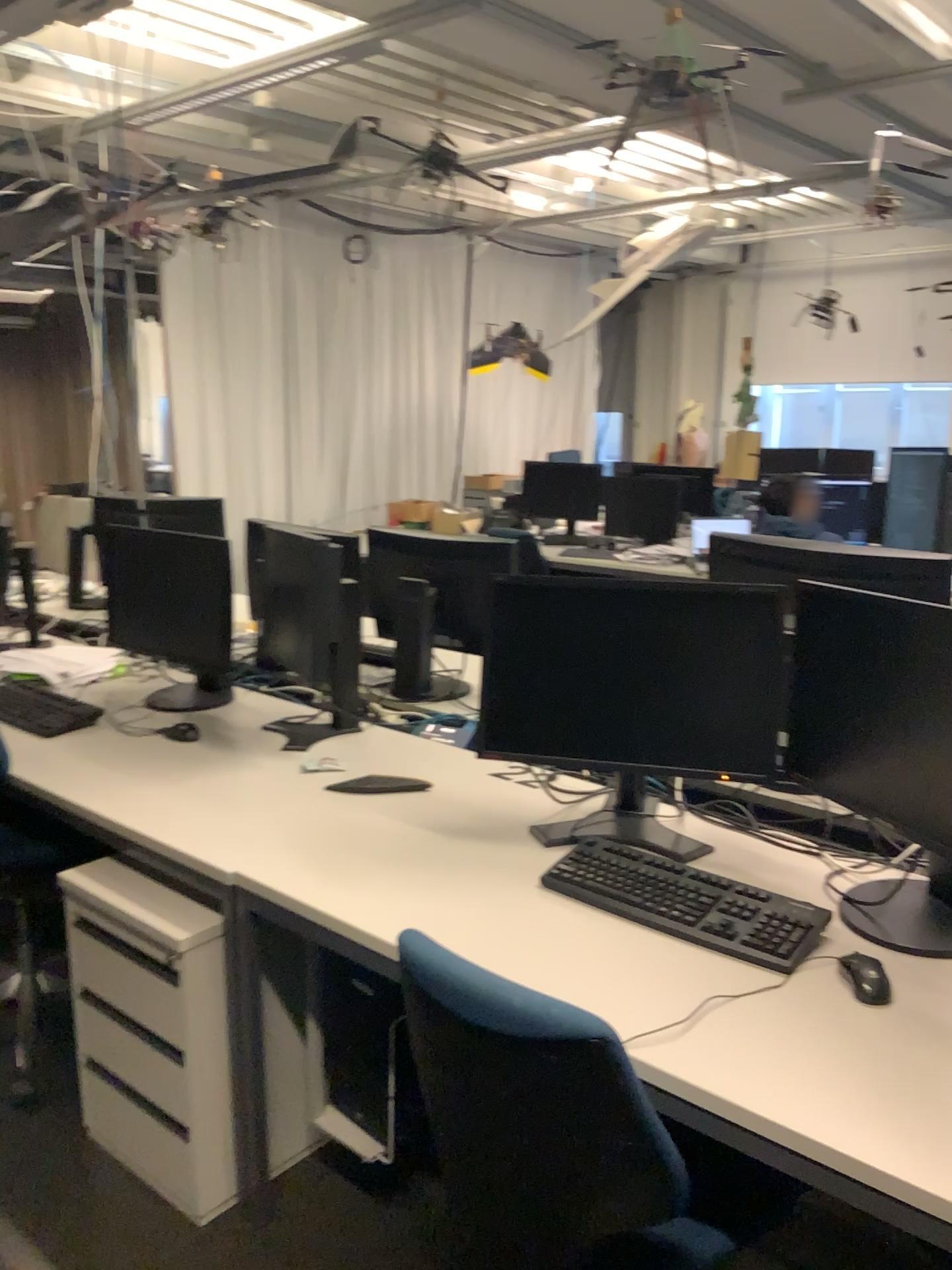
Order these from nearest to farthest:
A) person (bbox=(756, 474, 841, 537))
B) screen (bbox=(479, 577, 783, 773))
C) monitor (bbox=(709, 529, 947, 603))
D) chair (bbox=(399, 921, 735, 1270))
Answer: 1. chair (bbox=(399, 921, 735, 1270))
2. screen (bbox=(479, 577, 783, 773))
3. monitor (bbox=(709, 529, 947, 603))
4. person (bbox=(756, 474, 841, 537))

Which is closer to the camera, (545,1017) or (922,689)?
(545,1017)

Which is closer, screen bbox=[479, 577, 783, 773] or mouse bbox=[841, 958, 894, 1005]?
mouse bbox=[841, 958, 894, 1005]

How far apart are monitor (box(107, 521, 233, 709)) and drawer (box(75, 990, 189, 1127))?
0.8m

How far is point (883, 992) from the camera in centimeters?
149cm

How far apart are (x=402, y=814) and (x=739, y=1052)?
0.97m

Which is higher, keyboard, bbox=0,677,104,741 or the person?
the person

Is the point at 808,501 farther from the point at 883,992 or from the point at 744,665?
the point at 883,992

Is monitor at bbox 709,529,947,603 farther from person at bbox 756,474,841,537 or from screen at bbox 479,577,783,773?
person at bbox 756,474,841,537

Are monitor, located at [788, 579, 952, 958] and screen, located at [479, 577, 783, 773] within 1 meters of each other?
yes
